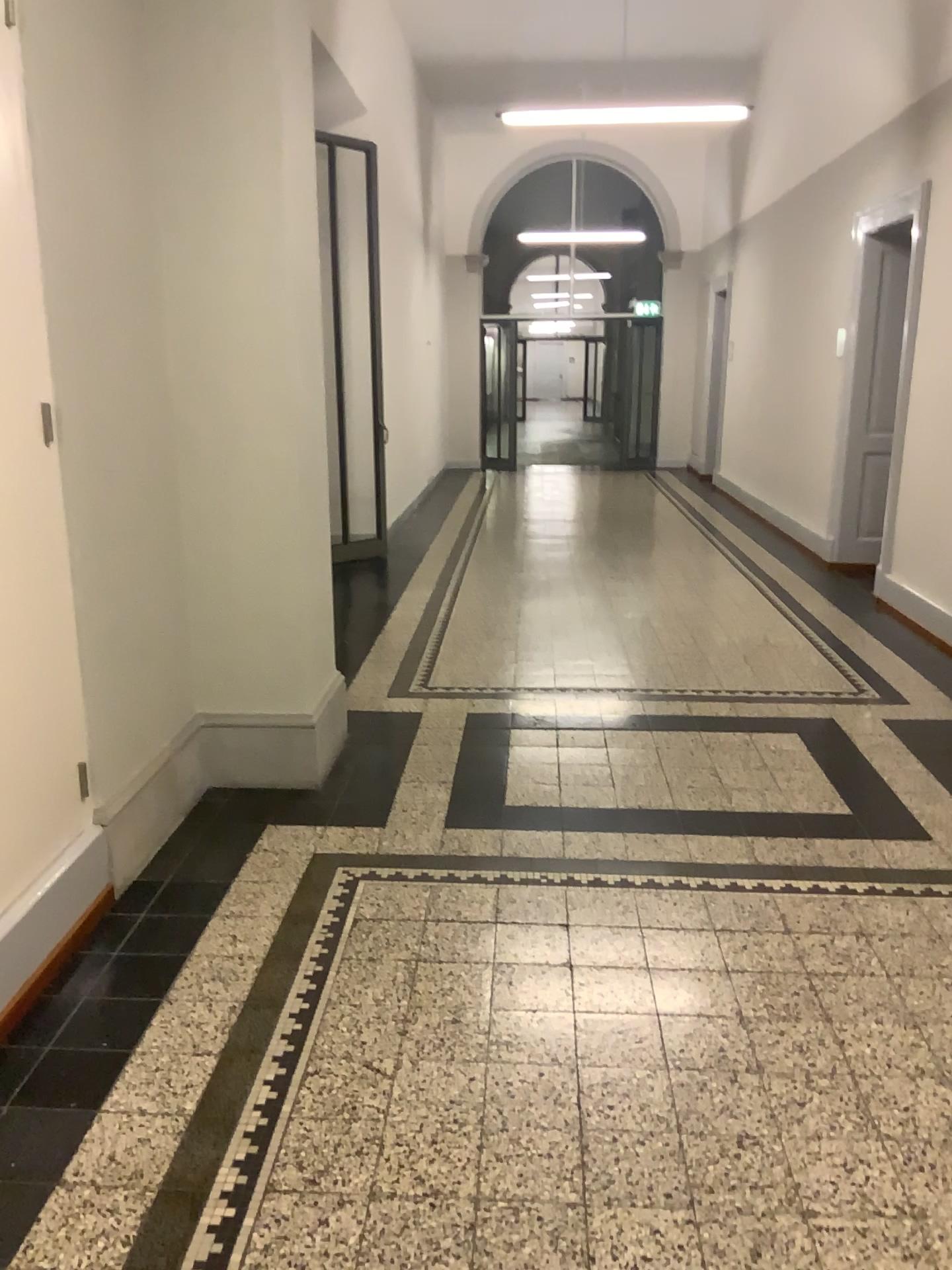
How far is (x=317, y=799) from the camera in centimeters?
379cm
